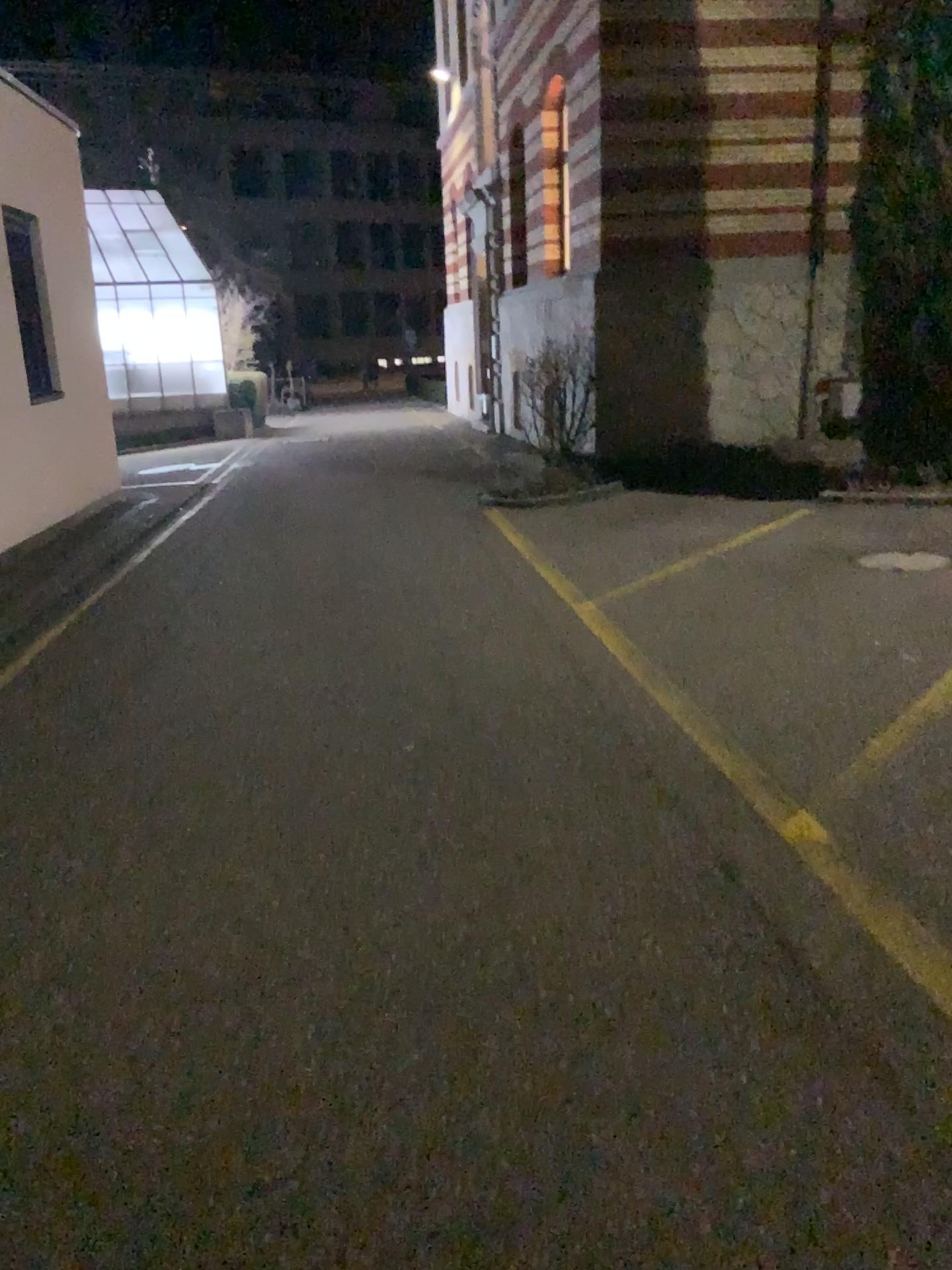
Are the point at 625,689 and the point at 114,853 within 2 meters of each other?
no
